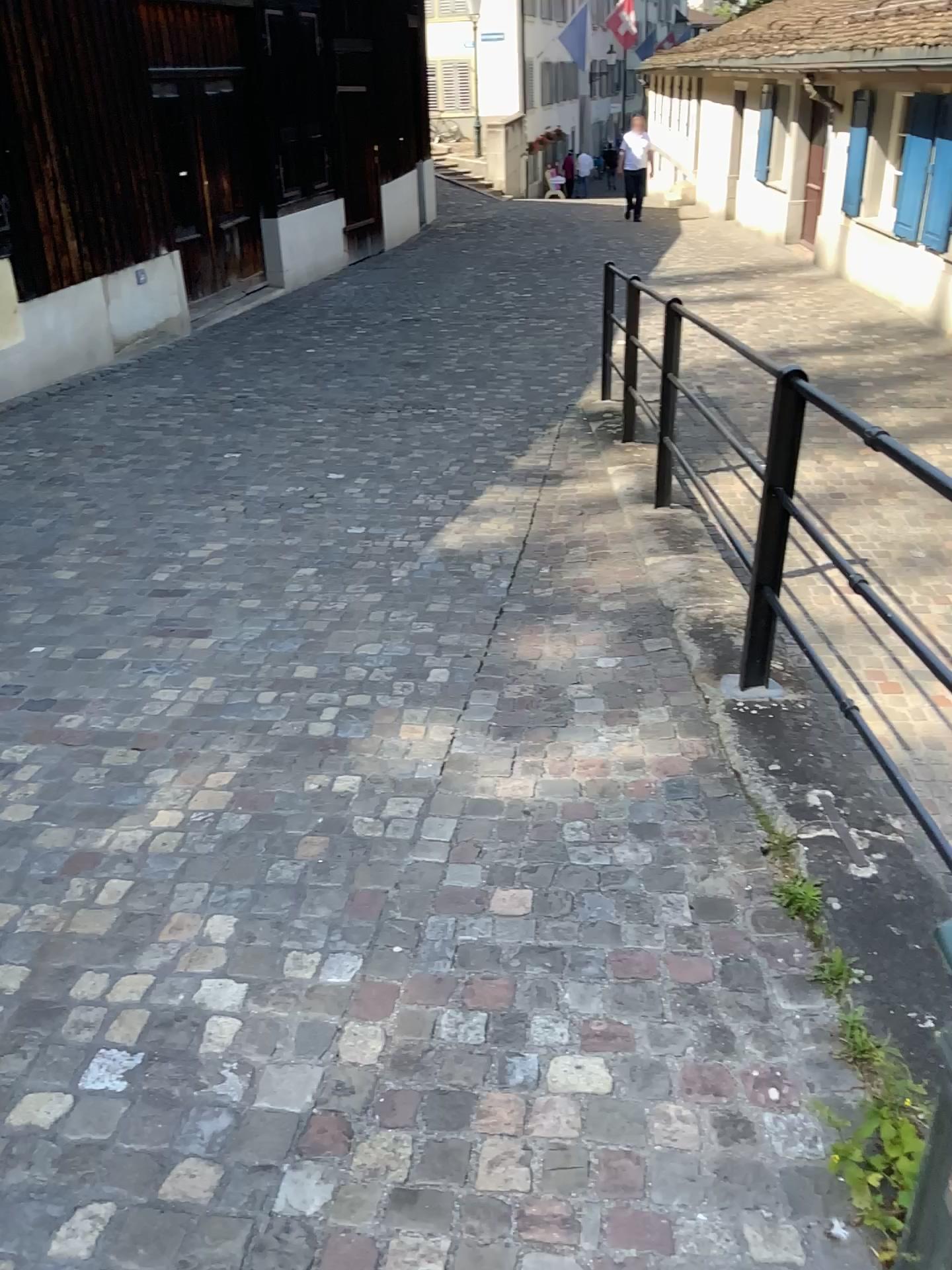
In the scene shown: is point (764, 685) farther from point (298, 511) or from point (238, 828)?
point (298, 511)
